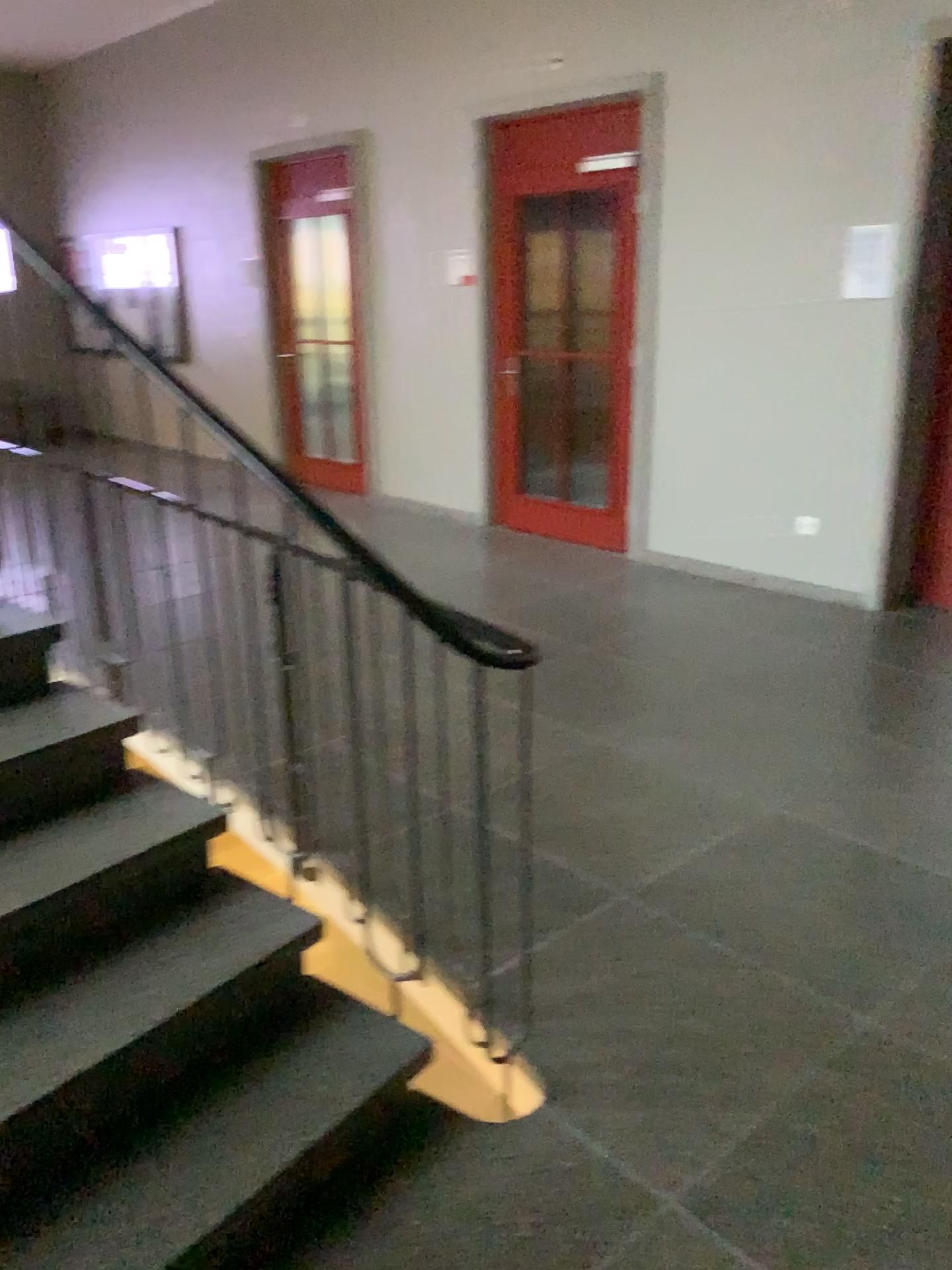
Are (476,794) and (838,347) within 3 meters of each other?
no
